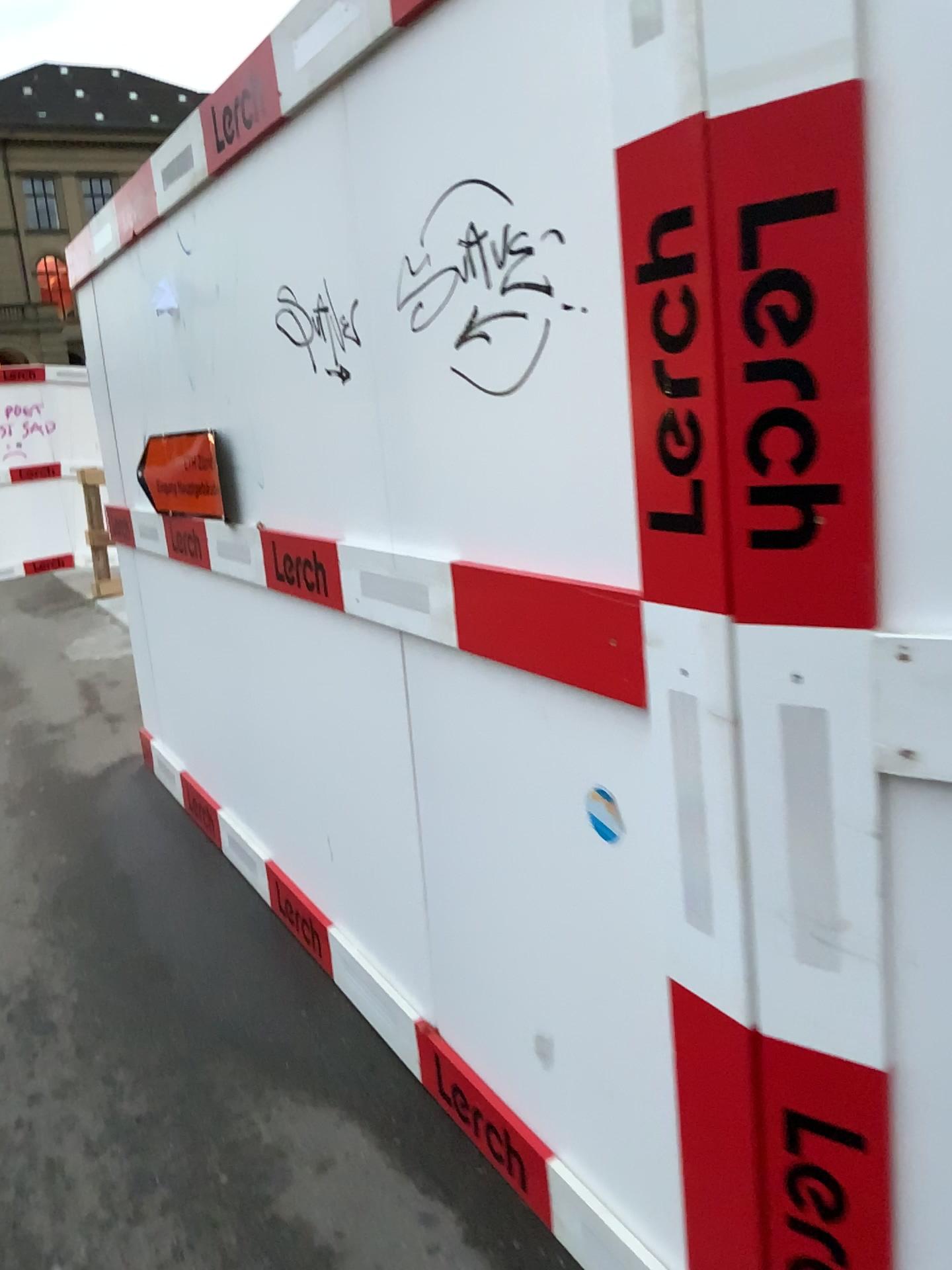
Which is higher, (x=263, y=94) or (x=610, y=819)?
(x=263, y=94)

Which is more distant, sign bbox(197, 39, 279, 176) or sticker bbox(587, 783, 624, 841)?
sign bbox(197, 39, 279, 176)

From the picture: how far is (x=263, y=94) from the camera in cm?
206

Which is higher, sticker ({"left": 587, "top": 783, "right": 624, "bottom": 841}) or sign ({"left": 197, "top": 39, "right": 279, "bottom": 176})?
sign ({"left": 197, "top": 39, "right": 279, "bottom": 176})

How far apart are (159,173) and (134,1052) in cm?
226

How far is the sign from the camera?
2.1m

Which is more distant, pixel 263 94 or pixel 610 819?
pixel 263 94
